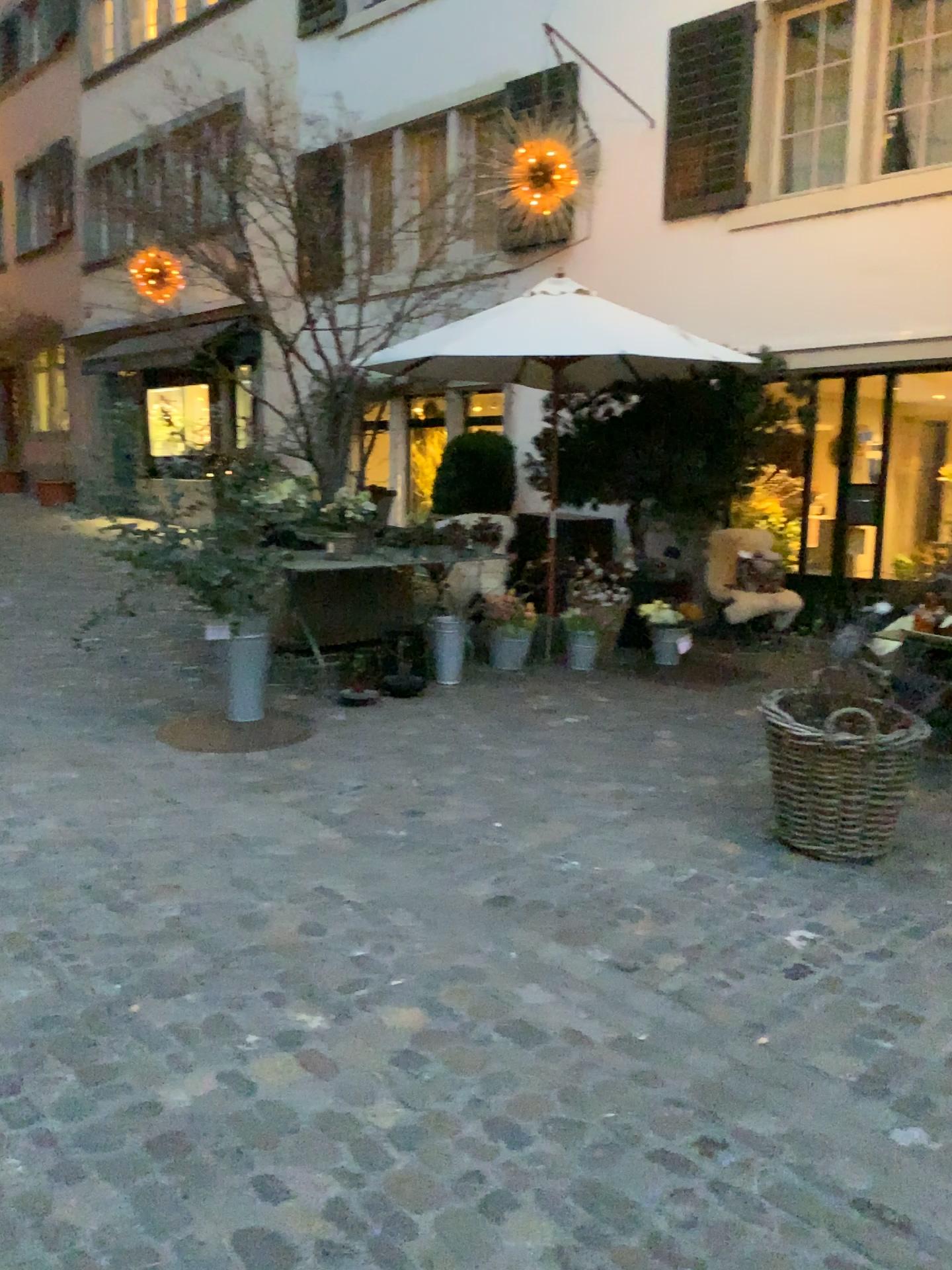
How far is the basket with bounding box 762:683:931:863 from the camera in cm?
362

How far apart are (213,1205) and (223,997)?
0.7 meters

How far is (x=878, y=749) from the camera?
3.6 meters
